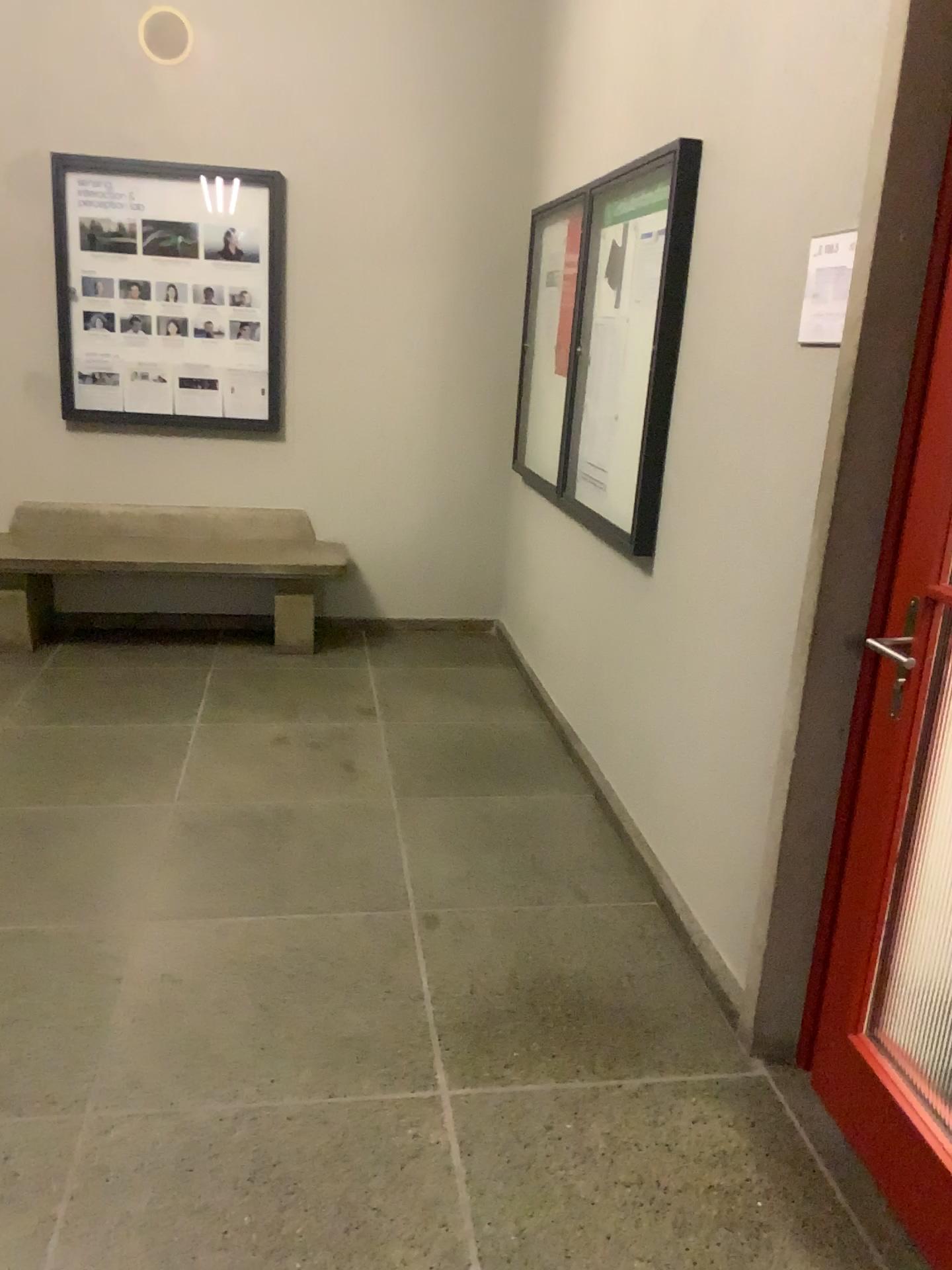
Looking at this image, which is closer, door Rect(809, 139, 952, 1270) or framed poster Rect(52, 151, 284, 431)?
door Rect(809, 139, 952, 1270)

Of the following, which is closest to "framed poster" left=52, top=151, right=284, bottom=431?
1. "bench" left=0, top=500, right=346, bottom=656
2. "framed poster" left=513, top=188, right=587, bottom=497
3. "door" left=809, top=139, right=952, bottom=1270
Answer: "bench" left=0, top=500, right=346, bottom=656

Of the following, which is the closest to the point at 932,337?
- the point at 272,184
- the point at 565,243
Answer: the point at 565,243

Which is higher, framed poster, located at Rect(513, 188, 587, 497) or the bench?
framed poster, located at Rect(513, 188, 587, 497)

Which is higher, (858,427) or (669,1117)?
(858,427)

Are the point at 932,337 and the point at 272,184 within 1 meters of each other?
no

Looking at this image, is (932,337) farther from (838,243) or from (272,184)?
(272,184)

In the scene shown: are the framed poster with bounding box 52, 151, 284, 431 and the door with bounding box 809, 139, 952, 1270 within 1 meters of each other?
no

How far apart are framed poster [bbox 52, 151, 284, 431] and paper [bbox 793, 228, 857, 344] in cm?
318

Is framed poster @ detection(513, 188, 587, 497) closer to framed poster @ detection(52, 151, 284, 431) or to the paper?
framed poster @ detection(52, 151, 284, 431)
